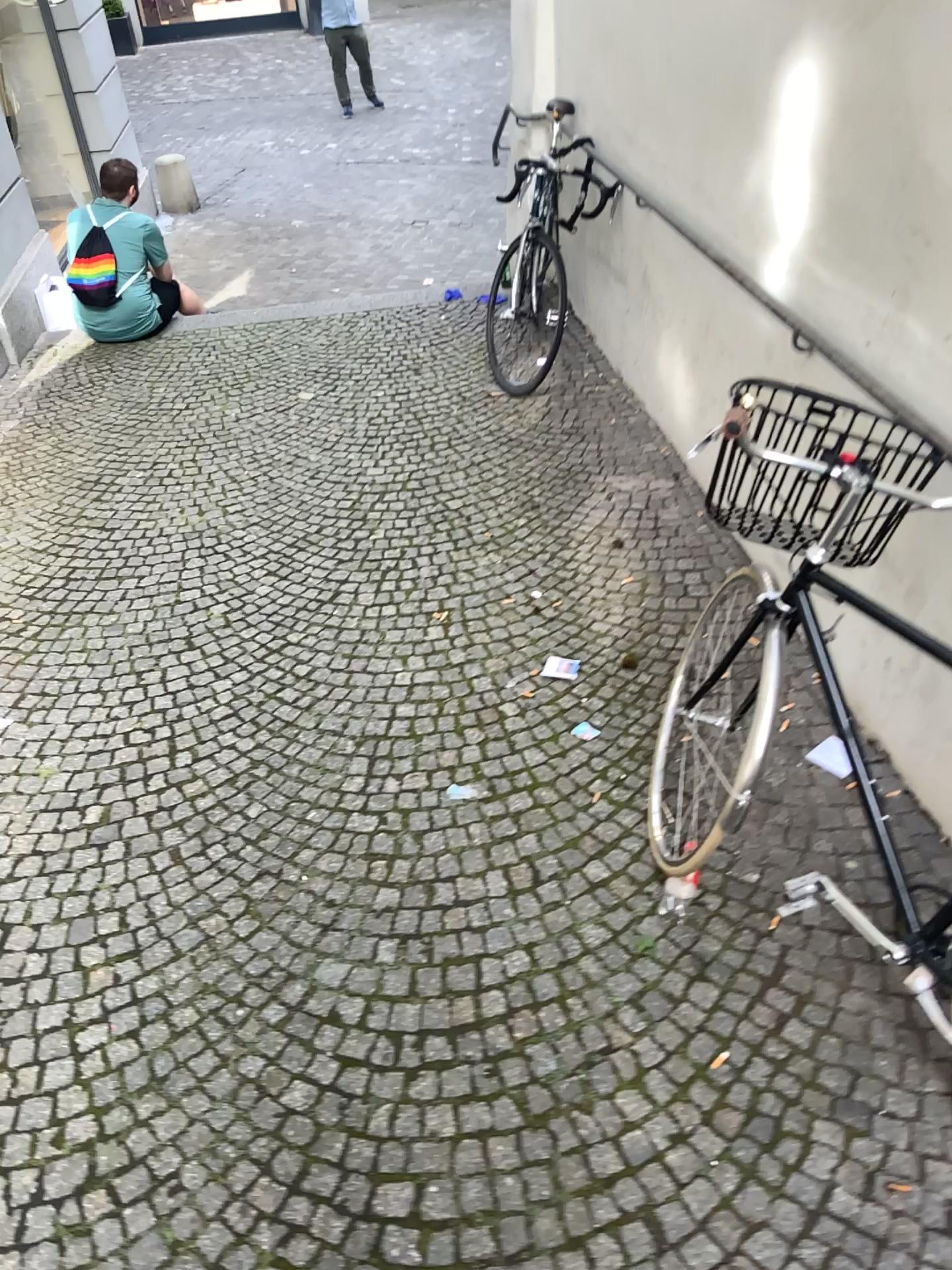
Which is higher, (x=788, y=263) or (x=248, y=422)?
(x=788, y=263)

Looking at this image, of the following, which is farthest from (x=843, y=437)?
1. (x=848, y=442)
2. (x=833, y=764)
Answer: (x=833, y=764)

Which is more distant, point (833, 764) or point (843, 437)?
point (833, 764)

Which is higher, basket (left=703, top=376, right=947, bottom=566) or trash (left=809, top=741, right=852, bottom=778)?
basket (left=703, top=376, right=947, bottom=566)

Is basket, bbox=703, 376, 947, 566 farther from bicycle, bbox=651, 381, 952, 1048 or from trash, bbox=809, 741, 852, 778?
trash, bbox=809, 741, 852, 778

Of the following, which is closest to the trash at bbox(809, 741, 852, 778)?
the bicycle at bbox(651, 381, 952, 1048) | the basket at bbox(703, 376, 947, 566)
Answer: the bicycle at bbox(651, 381, 952, 1048)

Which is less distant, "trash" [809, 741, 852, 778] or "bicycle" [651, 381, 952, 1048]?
"bicycle" [651, 381, 952, 1048]

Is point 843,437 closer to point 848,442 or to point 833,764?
point 848,442
